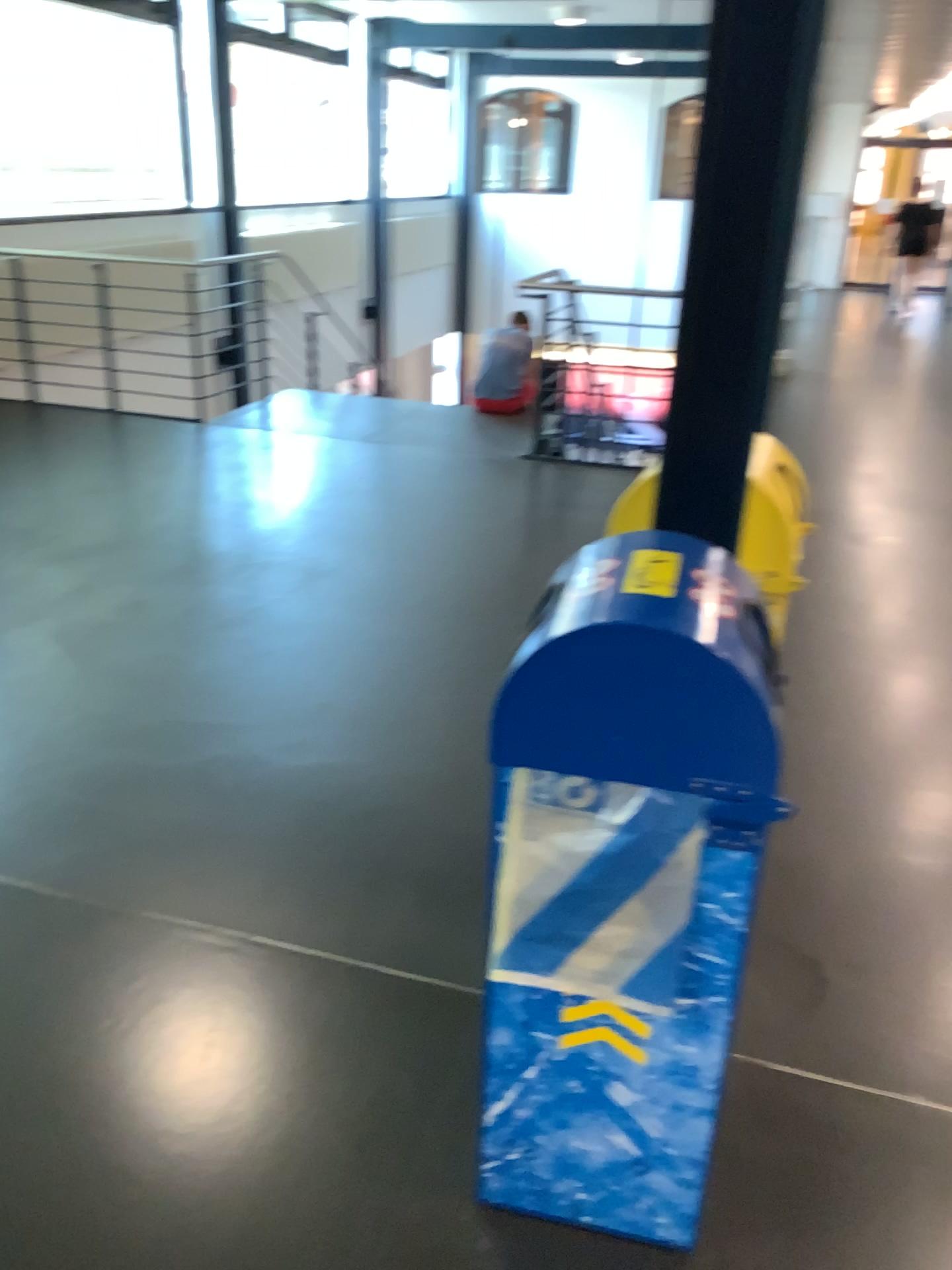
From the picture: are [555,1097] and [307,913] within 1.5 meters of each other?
yes

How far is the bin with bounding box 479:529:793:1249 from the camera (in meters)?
1.33

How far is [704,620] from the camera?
1.3 meters
